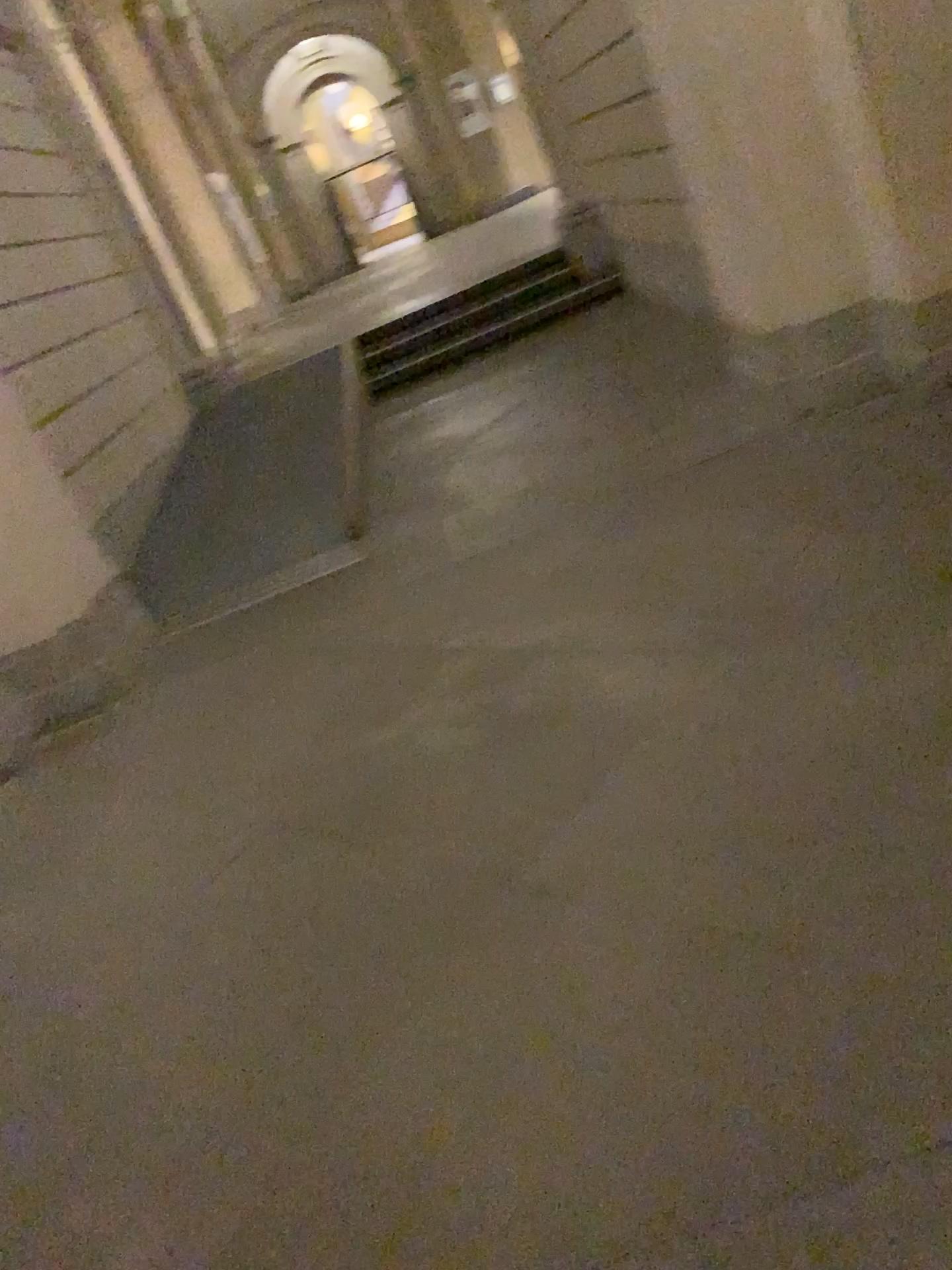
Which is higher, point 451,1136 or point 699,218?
point 699,218
